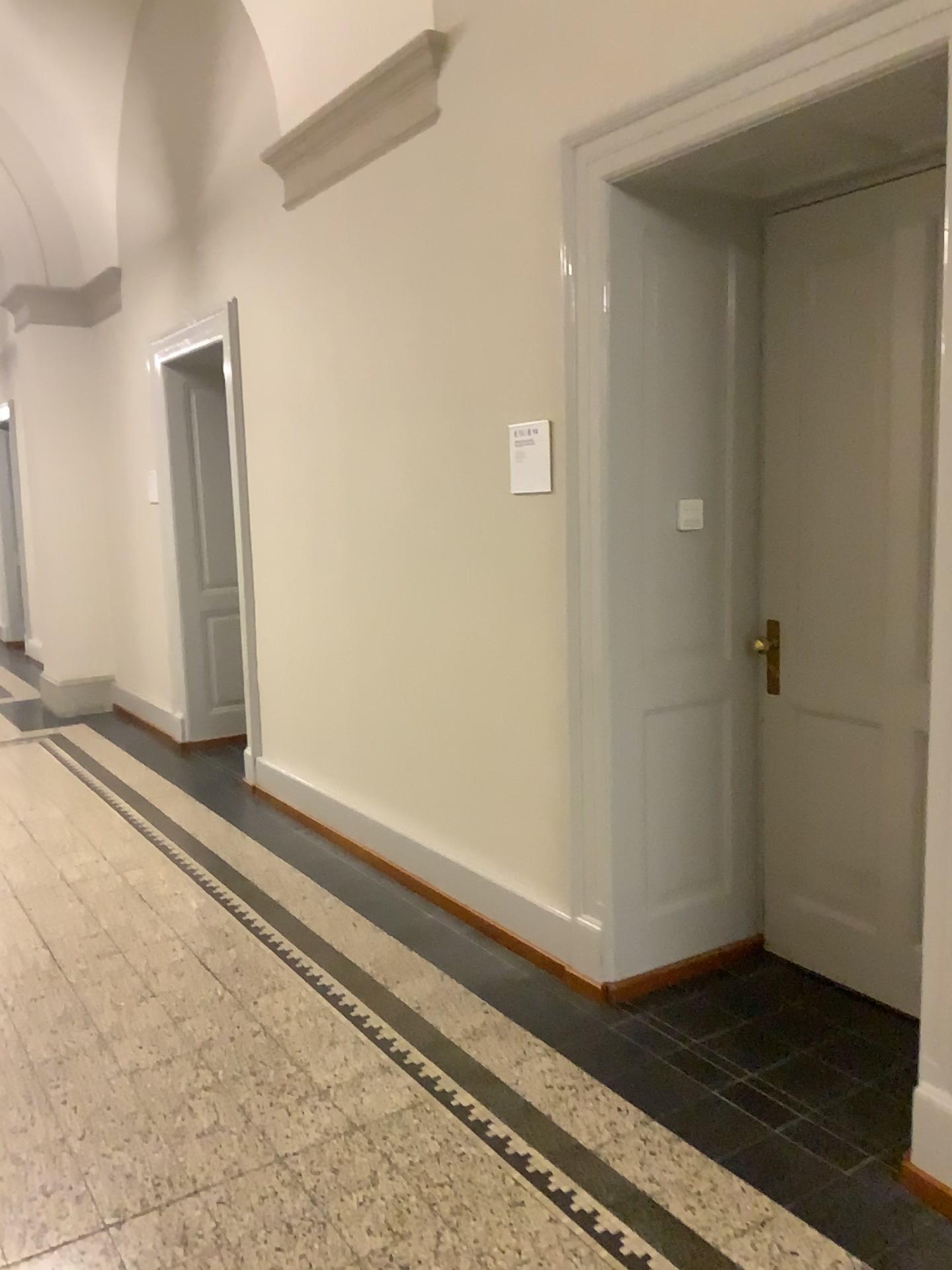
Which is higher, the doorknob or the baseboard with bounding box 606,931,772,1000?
the doorknob

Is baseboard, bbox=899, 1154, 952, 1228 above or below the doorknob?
below

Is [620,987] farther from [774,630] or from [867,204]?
[867,204]

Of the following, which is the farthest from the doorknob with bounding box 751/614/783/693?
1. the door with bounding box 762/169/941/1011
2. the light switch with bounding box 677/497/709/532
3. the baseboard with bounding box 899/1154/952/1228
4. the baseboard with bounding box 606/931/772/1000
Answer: the baseboard with bounding box 899/1154/952/1228

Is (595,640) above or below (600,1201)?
above

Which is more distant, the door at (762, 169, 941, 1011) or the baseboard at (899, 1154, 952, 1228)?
the door at (762, 169, 941, 1011)

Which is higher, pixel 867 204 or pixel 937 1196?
pixel 867 204

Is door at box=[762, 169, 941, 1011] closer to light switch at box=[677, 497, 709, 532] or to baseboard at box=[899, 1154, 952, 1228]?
light switch at box=[677, 497, 709, 532]

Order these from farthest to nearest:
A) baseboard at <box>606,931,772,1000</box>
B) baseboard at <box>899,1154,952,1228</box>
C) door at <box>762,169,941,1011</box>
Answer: baseboard at <box>606,931,772,1000</box> < door at <box>762,169,941,1011</box> < baseboard at <box>899,1154,952,1228</box>

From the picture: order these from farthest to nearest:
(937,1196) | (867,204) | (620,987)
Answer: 1. (620,987)
2. (867,204)
3. (937,1196)
